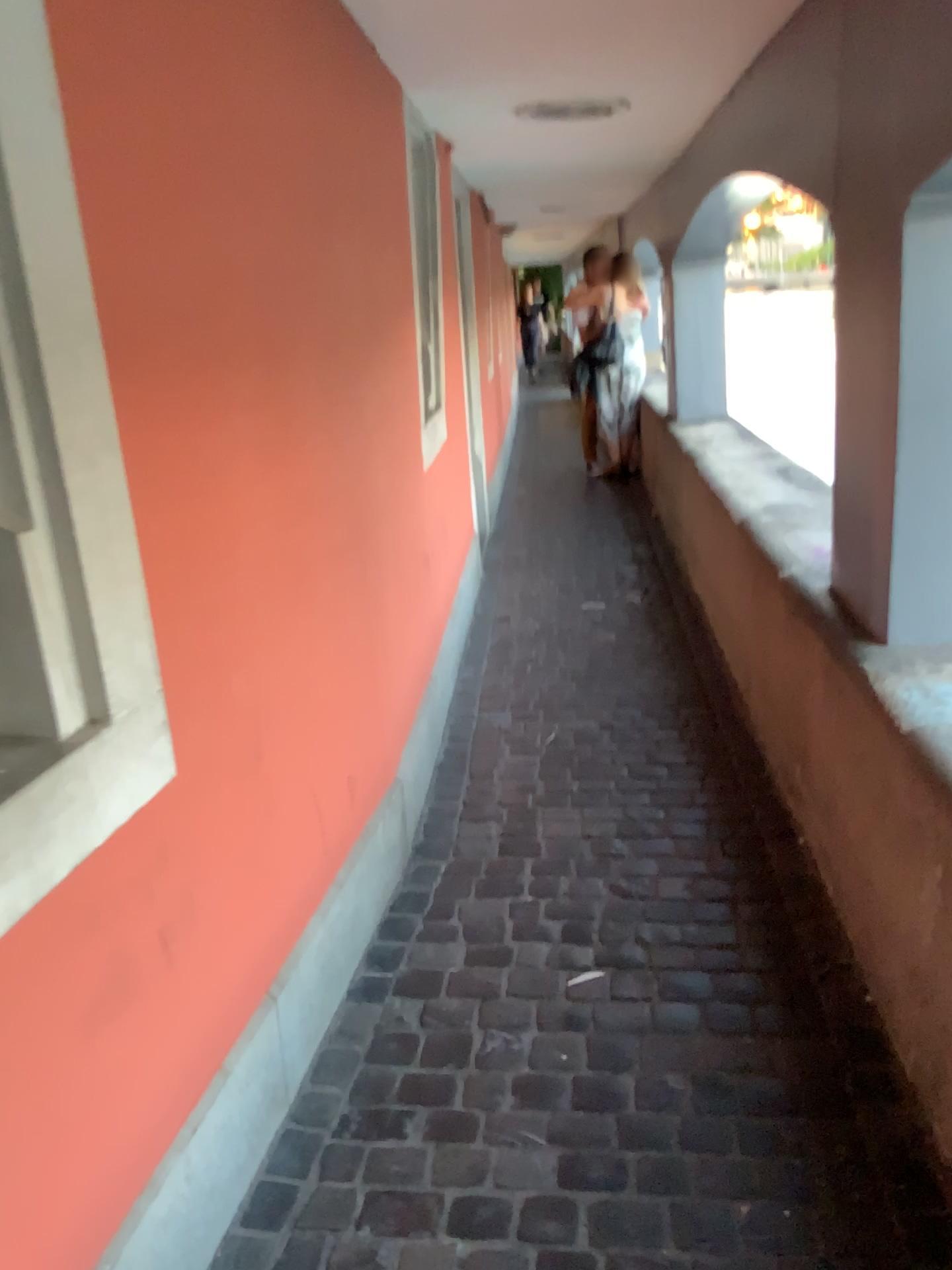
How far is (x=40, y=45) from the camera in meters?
1.2

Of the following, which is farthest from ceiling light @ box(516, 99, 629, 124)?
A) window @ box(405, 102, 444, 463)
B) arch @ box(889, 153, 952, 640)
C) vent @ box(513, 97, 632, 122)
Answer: arch @ box(889, 153, 952, 640)

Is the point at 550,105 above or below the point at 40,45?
above

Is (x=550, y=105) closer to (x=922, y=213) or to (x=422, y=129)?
(x=422, y=129)

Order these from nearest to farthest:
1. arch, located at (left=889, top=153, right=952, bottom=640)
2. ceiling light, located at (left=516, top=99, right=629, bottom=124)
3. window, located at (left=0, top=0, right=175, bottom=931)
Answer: window, located at (left=0, top=0, right=175, bottom=931), arch, located at (left=889, top=153, right=952, bottom=640), ceiling light, located at (left=516, top=99, right=629, bottom=124)

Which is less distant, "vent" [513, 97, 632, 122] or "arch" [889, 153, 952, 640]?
"arch" [889, 153, 952, 640]

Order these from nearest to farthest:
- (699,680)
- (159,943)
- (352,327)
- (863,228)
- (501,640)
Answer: (159,943) < (863,228) < (352,327) < (699,680) < (501,640)

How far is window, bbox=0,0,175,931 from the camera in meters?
1.2 m

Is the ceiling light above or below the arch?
above

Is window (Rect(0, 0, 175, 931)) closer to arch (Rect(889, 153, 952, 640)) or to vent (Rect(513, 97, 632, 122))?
arch (Rect(889, 153, 952, 640))
